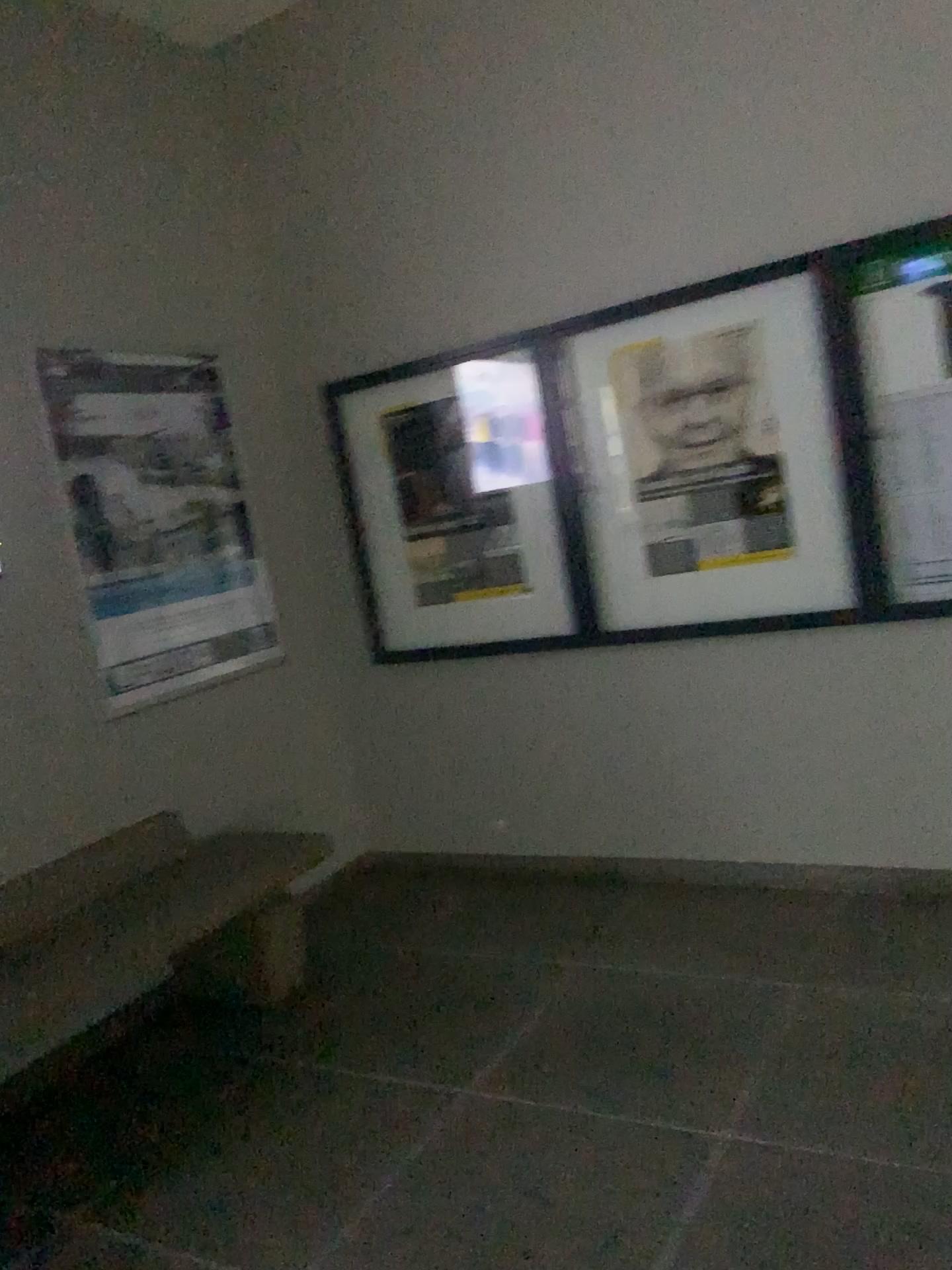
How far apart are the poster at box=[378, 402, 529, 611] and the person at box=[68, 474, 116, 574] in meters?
1.1 m

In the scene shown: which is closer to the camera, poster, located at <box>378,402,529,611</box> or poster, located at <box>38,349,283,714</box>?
poster, located at <box>38,349,283,714</box>

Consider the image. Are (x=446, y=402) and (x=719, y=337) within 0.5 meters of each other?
no

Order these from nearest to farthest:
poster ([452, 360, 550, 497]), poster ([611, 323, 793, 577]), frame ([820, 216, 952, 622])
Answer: frame ([820, 216, 952, 622])
poster ([611, 323, 793, 577])
poster ([452, 360, 550, 497])

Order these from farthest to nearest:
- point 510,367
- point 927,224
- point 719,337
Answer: point 510,367 → point 719,337 → point 927,224

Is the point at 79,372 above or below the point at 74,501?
above

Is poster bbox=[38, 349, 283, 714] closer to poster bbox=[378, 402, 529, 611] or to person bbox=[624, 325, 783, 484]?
poster bbox=[378, 402, 529, 611]

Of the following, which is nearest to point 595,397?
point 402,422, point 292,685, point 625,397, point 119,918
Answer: point 625,397

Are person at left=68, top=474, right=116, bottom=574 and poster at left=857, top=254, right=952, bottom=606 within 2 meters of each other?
no

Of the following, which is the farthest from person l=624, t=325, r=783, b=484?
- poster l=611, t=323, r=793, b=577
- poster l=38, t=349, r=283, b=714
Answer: poster l=38, t=349, r=283, b=714
